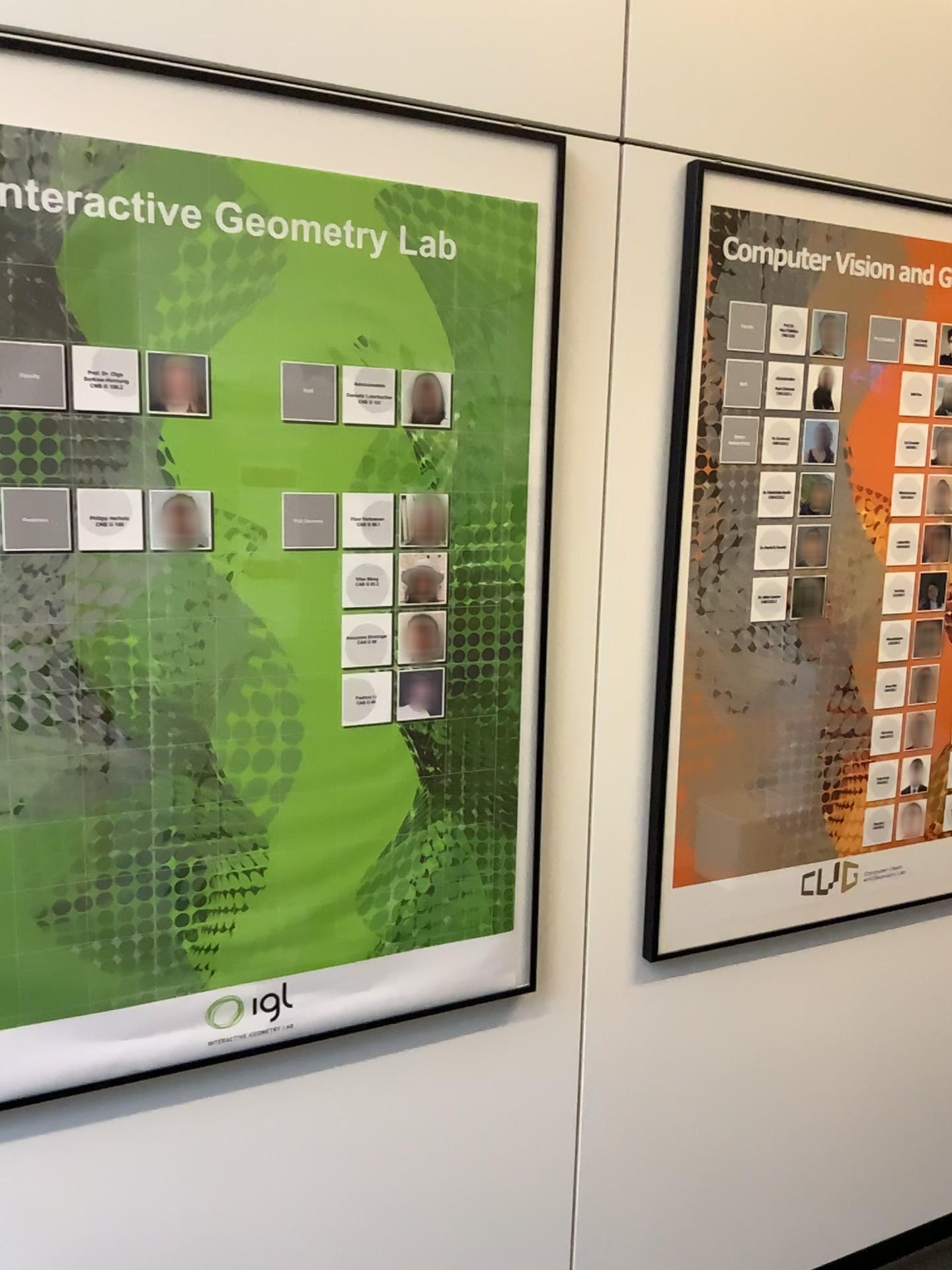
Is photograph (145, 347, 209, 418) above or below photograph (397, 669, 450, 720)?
above

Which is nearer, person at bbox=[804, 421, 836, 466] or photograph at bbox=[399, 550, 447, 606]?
photograph at bbox=[399, 550, 447, 606]

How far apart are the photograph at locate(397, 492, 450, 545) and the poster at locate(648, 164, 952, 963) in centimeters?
42cm

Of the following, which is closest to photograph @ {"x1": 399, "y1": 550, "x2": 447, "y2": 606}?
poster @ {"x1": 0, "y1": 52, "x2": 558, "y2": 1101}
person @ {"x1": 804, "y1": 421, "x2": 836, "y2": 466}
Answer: poster @ {"x1": 0, "y1": 52, "x2": 558, "y2": 1101}

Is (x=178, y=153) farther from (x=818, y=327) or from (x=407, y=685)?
(x=818, y=327)

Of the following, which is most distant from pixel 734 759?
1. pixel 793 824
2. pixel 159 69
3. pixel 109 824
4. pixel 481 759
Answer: pixel 159 69

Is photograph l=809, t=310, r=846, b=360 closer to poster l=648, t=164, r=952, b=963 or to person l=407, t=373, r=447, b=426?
poster l=648, t=164, r=952, b=963

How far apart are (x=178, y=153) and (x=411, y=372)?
0.4m

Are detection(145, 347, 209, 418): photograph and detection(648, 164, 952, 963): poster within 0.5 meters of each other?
no

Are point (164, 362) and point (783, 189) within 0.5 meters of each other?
no
